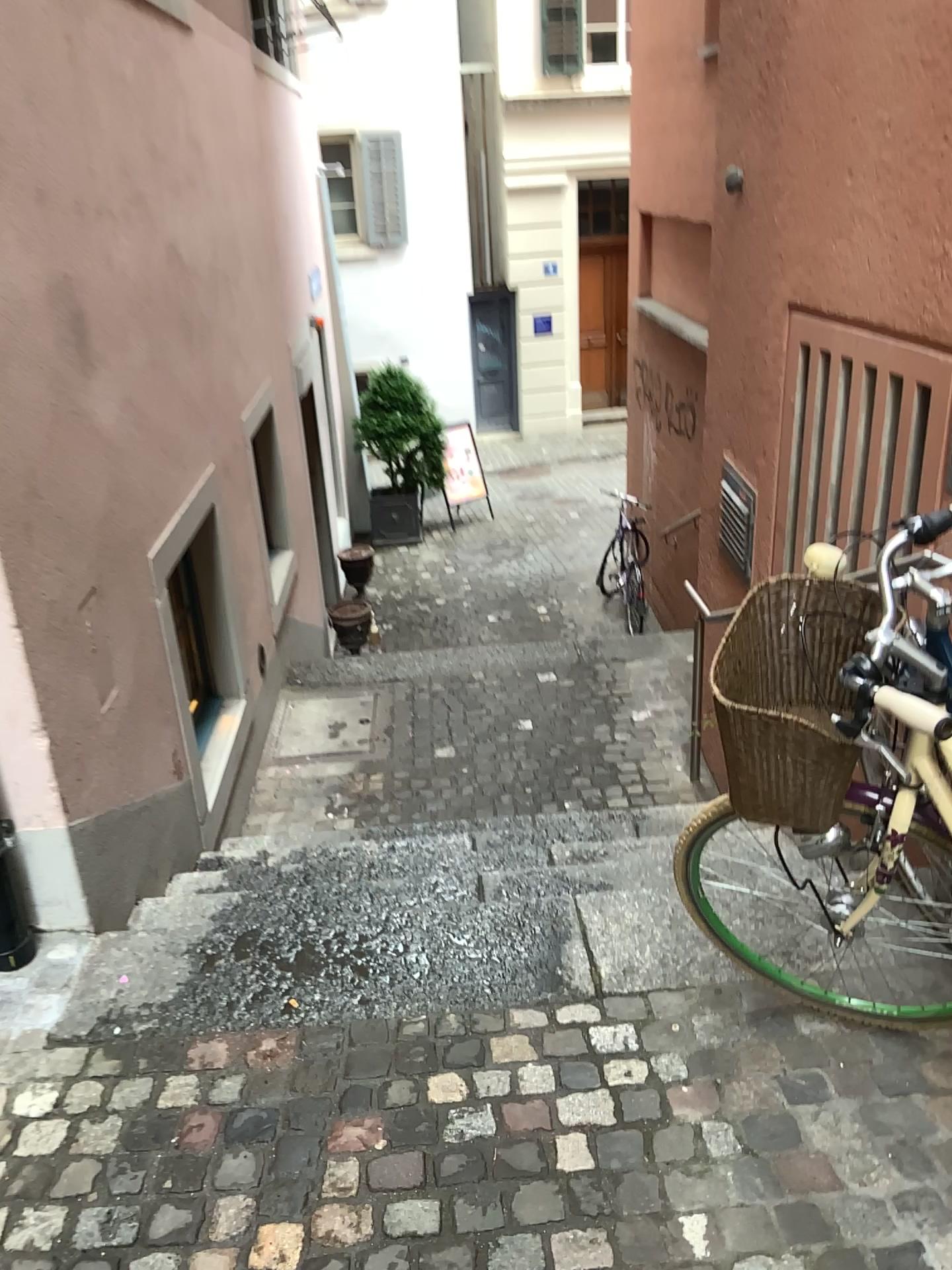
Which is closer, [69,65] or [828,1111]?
[828,1111]

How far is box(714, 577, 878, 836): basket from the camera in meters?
1.7

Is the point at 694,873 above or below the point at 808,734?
below

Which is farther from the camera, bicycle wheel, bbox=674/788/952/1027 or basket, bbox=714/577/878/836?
bicycle wheel, bbox=674/788/952/1027

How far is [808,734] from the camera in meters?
1.7 m

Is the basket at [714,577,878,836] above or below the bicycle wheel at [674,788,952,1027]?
above

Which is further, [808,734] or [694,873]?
[694,873]
